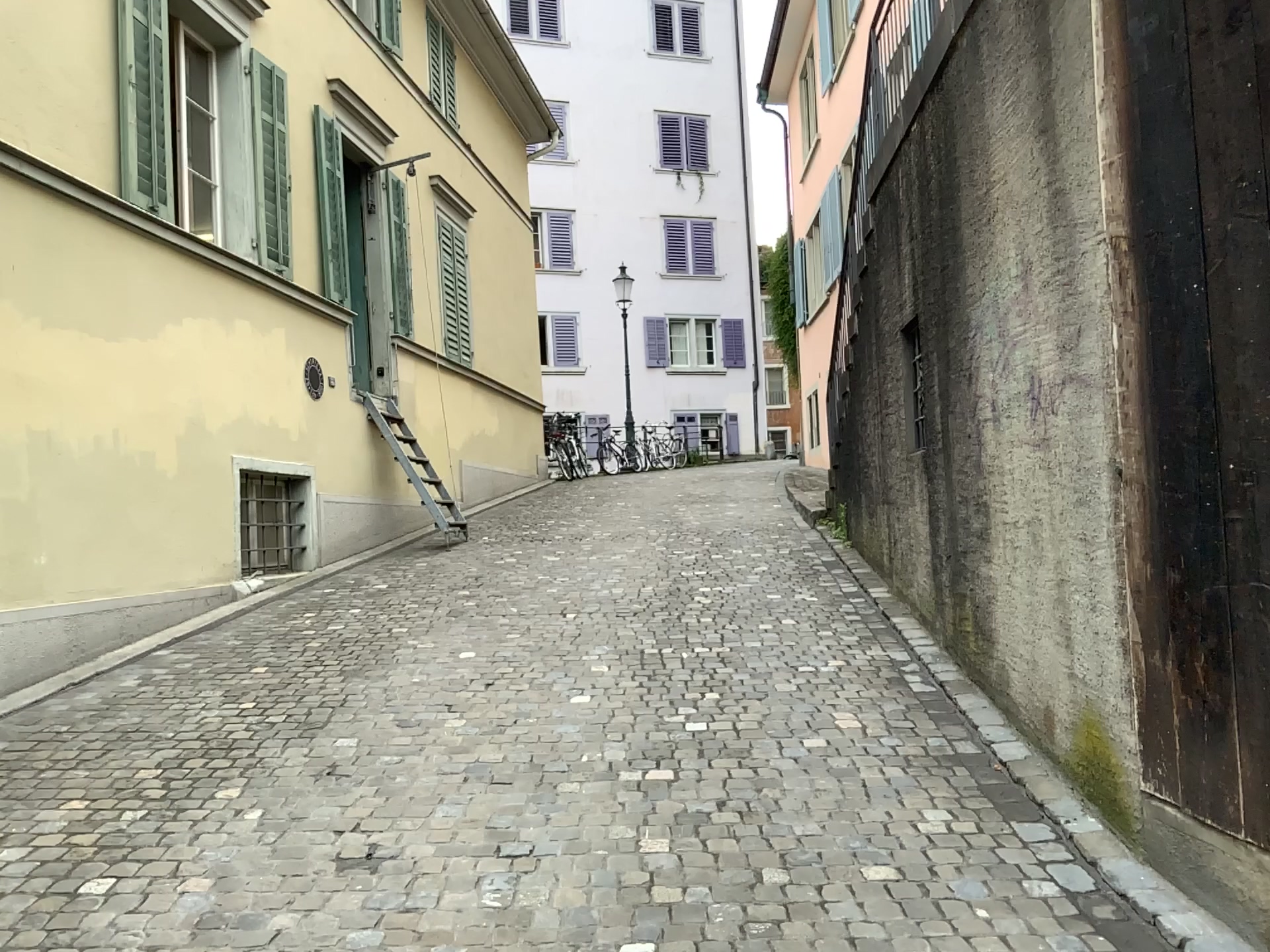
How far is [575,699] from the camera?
4.9 meters
